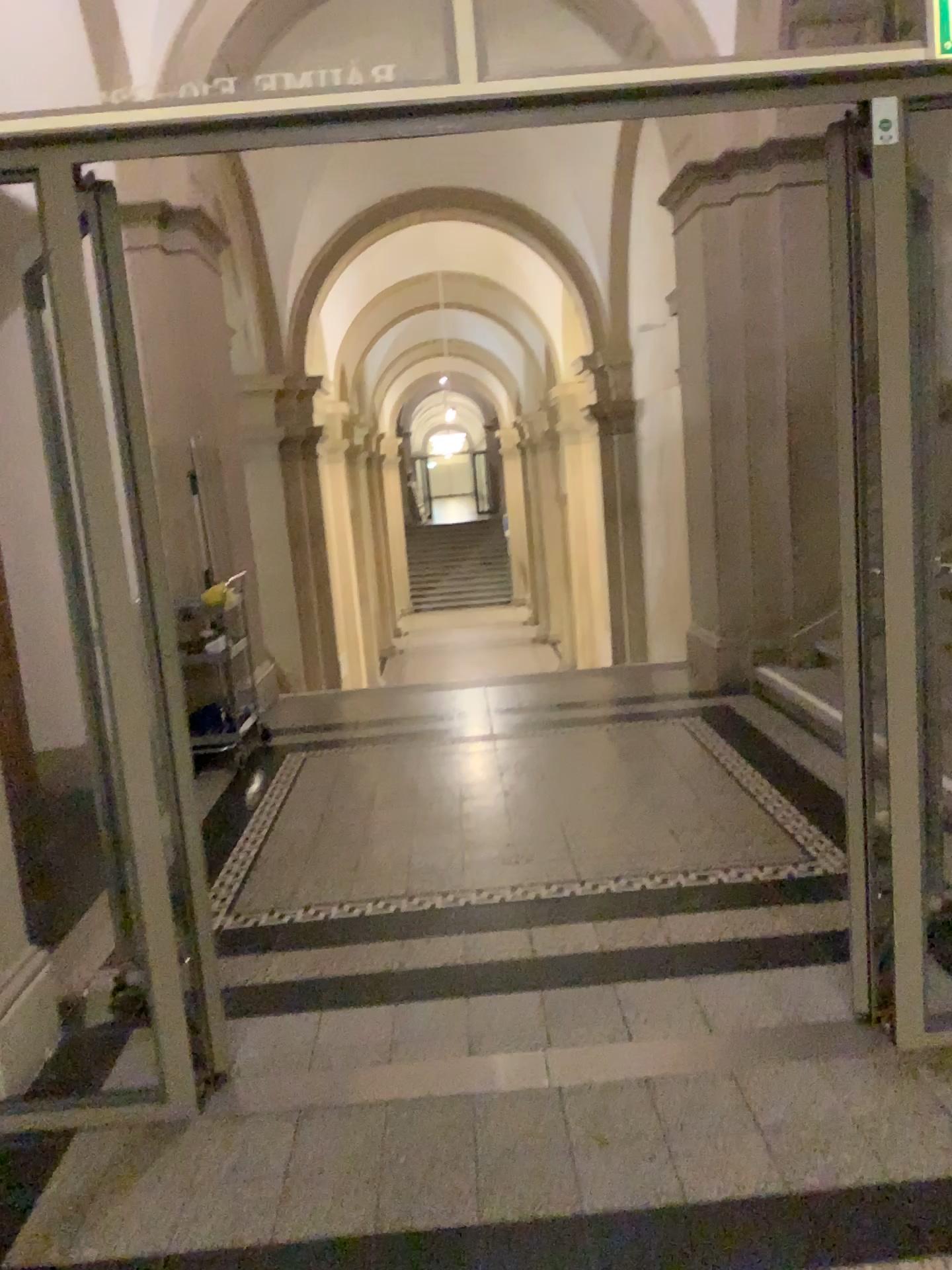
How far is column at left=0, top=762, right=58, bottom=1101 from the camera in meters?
2.5 m

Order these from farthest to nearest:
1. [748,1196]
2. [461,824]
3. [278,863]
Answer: [461,824] → [278,863] → [748,1196]

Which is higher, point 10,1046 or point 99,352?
point 99,352

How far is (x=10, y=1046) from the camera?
2.50m
